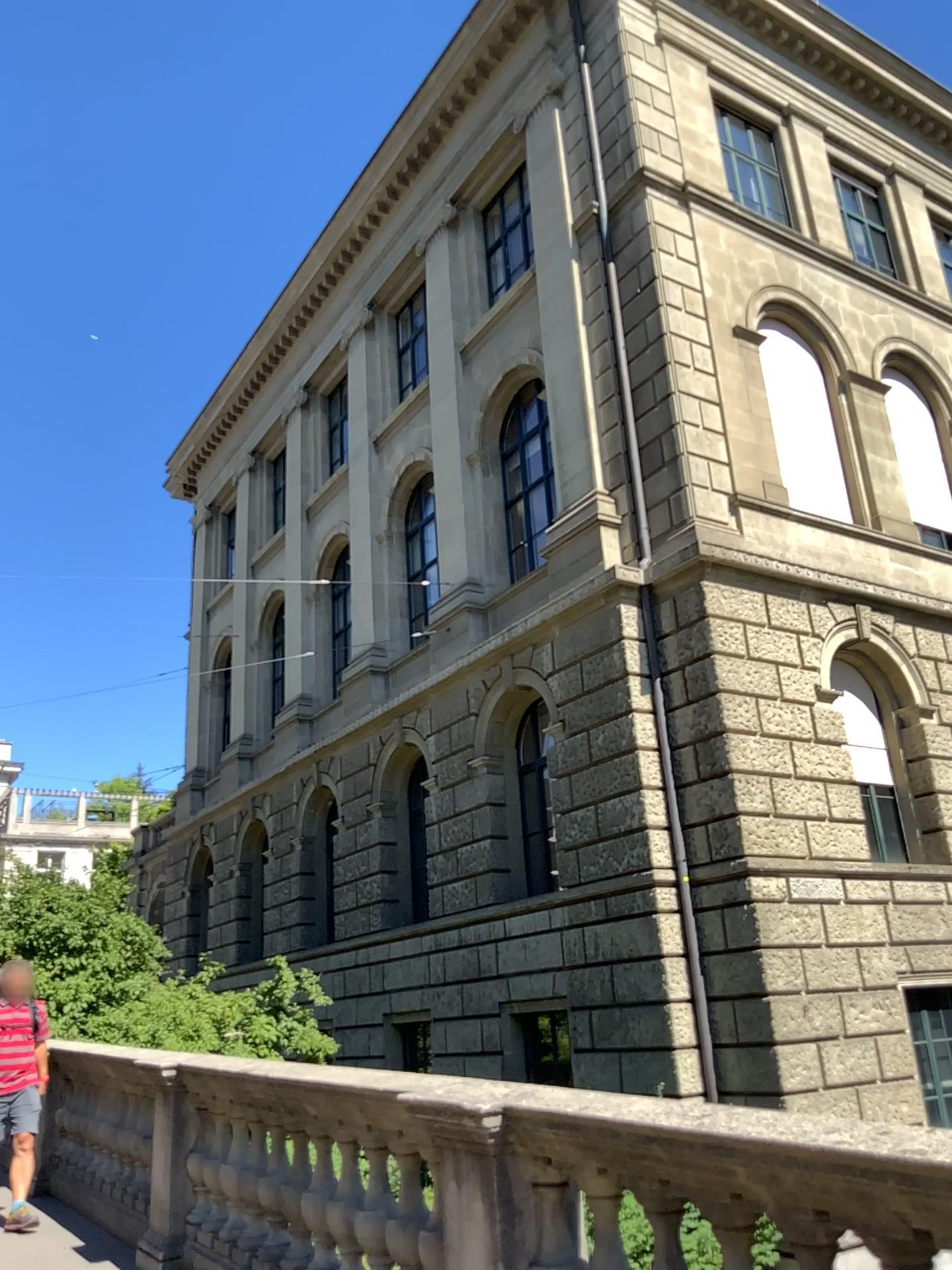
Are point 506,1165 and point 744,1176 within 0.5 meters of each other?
no
